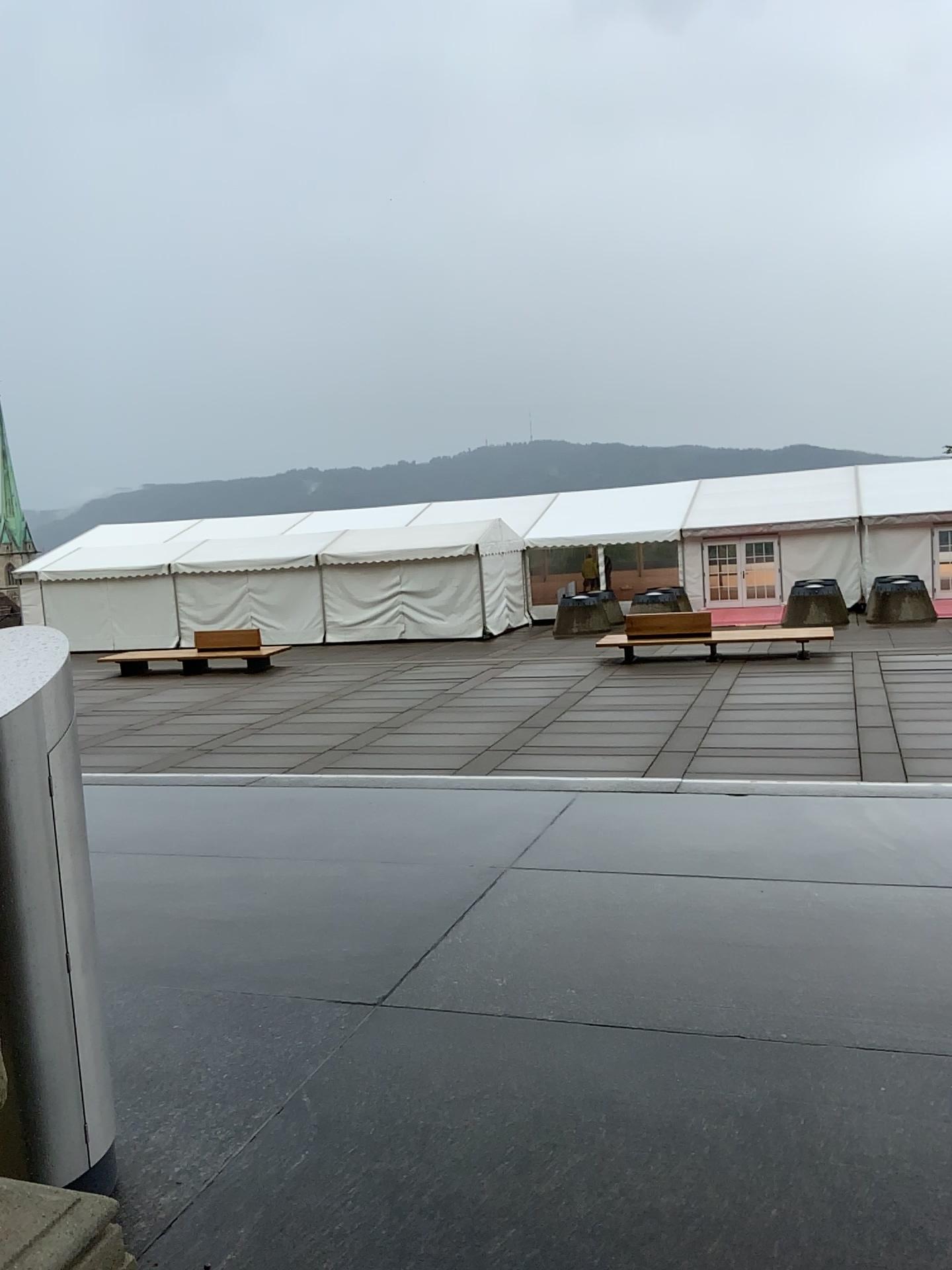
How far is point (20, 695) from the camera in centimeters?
218cm

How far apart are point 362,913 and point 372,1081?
1.3m

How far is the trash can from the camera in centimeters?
218cm
